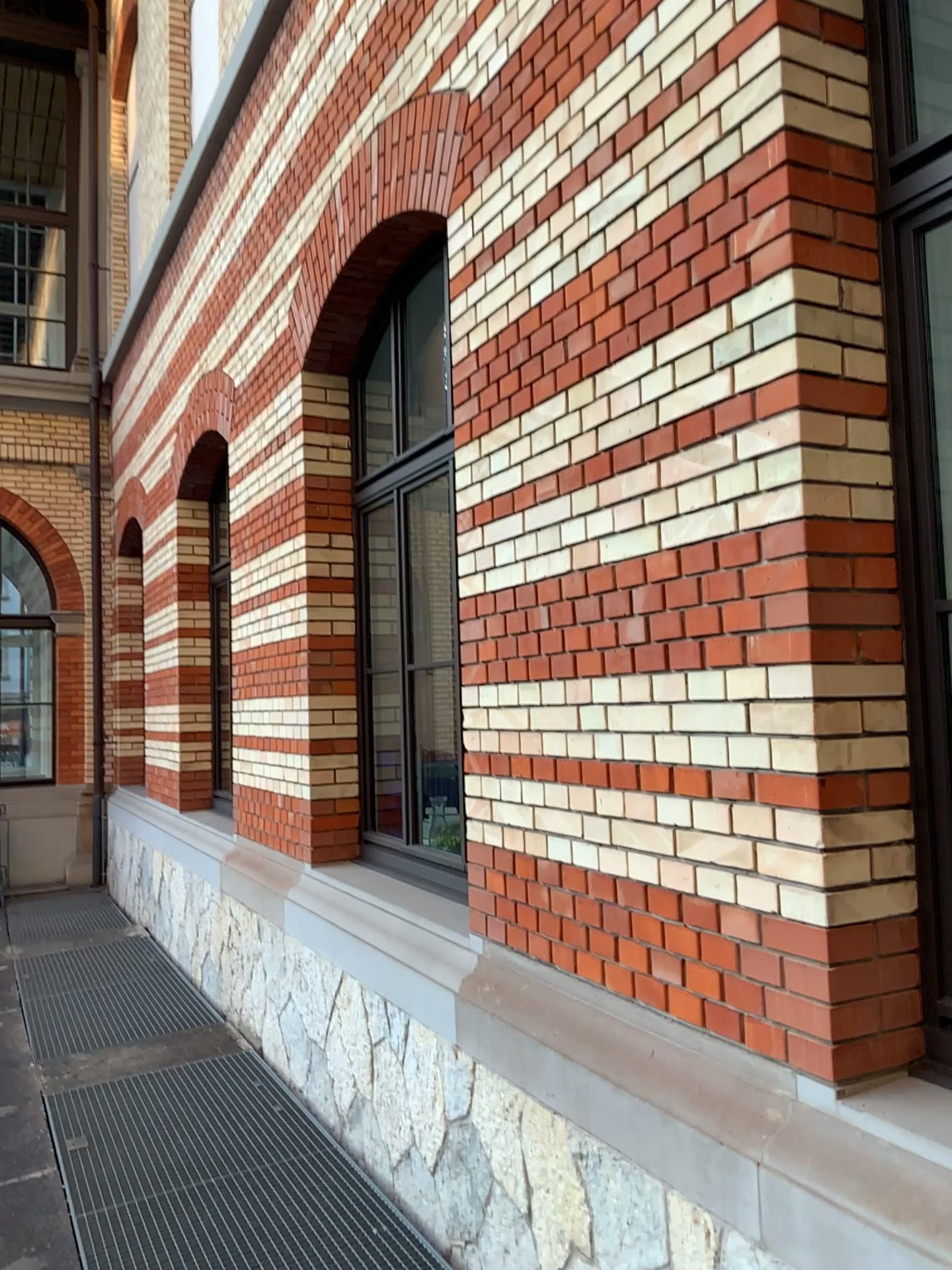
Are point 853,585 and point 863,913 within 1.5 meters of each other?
yes

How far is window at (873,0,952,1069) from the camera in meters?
2.0 m

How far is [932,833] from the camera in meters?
2.0 m
